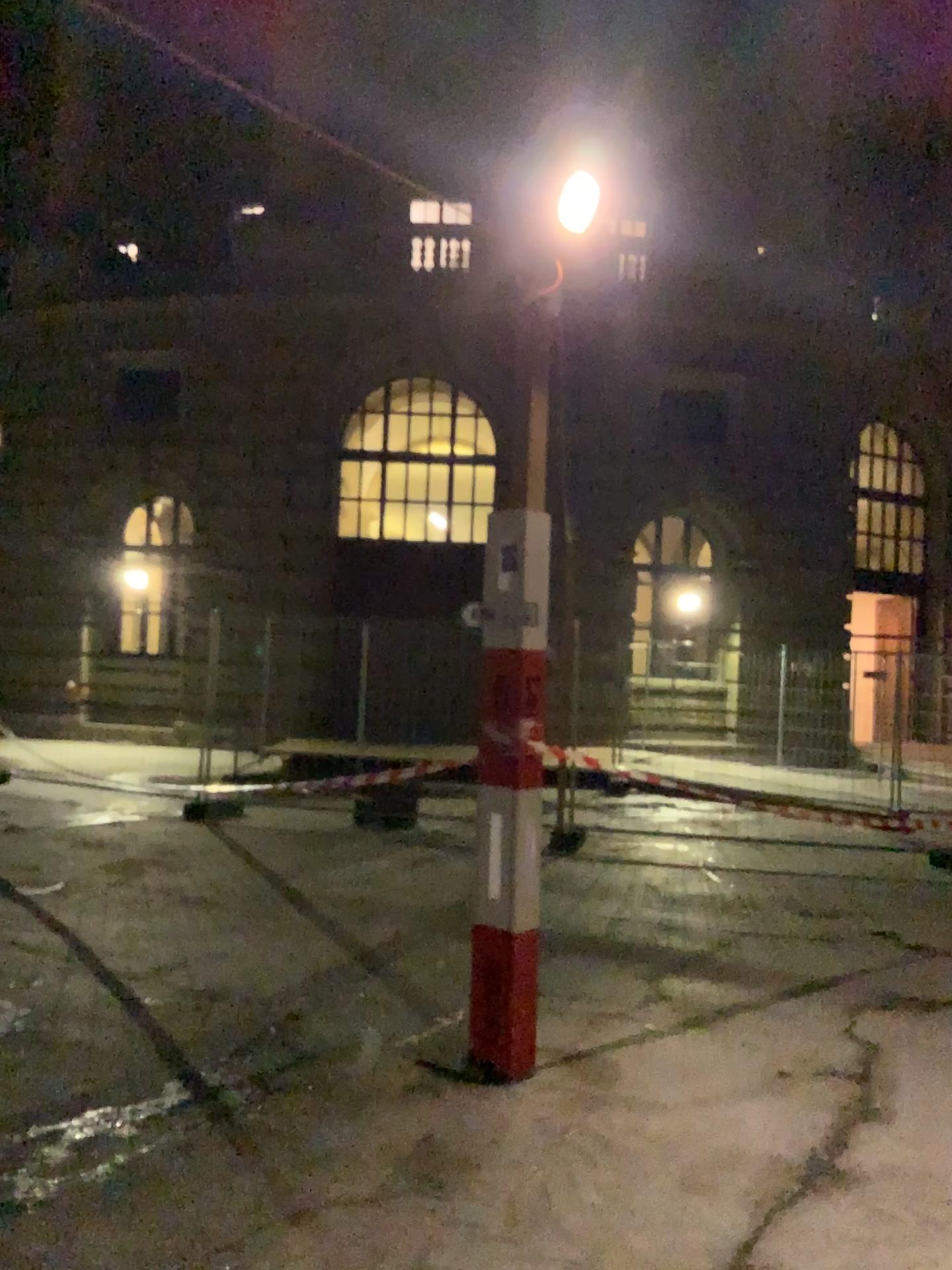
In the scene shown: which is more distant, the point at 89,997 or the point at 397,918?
the point at 397,918
